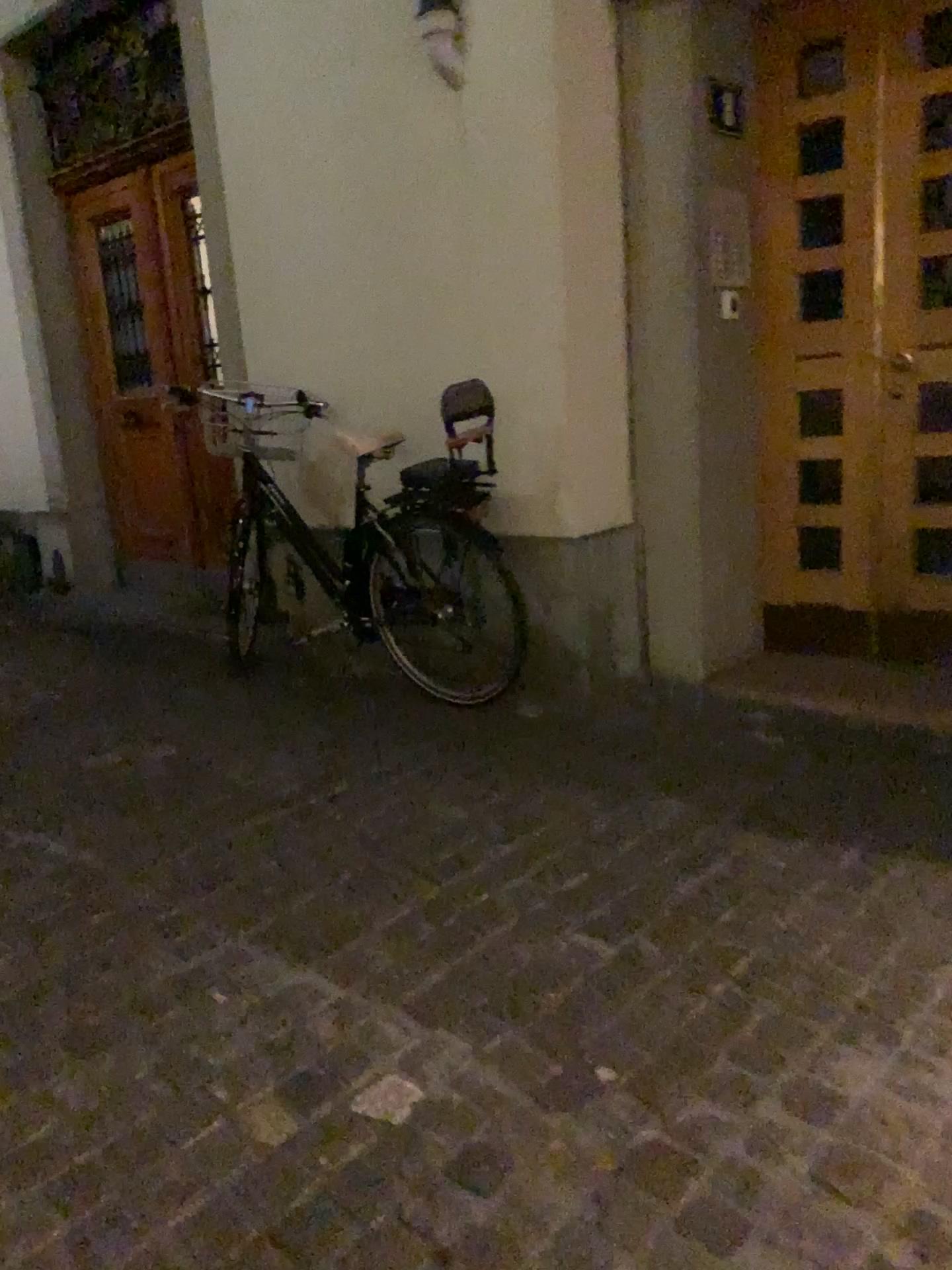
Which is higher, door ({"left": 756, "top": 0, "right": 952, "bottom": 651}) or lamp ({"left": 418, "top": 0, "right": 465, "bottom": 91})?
lamp ({"left": 418, "top": 0, "right": 465, "bottom": 91})

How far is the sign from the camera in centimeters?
333cm

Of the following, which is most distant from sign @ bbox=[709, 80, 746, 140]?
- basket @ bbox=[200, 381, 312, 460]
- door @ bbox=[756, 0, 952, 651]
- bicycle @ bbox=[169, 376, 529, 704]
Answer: basket @ bbox=[200, 381, 312, 460]

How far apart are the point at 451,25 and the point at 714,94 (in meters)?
0.86

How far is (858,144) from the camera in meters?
3.3 m

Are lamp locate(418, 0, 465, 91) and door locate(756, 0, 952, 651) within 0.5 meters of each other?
no

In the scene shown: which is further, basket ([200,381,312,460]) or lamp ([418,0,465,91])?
basket ([200,381,312,460])

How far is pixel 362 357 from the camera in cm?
385

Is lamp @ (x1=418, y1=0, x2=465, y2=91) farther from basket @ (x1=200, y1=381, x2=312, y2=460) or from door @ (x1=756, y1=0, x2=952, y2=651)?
basket @ (x1=200, y1=381, x2=312, y2=460)

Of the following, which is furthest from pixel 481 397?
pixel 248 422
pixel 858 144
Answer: pixel 858 144
